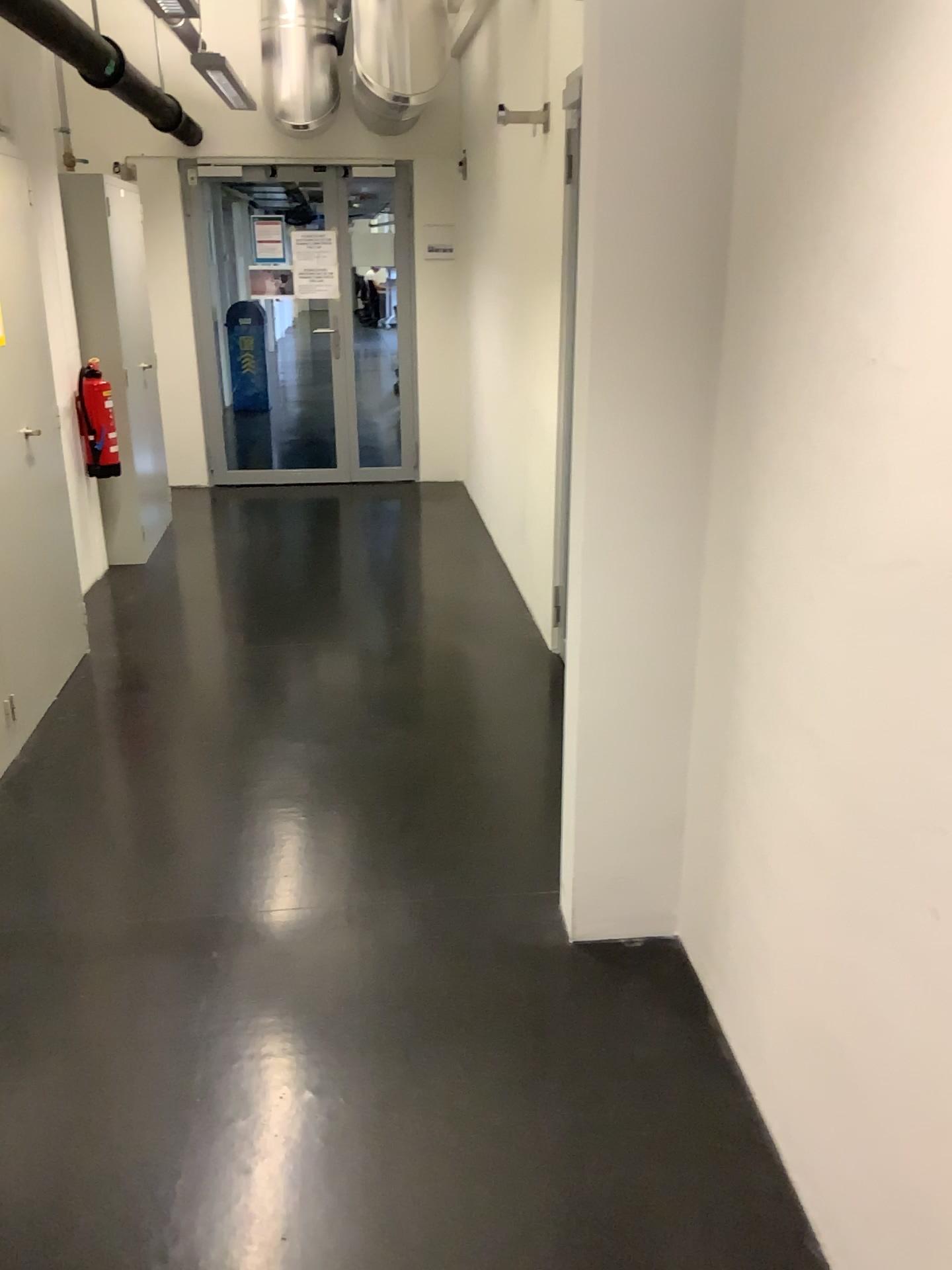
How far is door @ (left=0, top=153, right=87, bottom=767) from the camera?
3.5m

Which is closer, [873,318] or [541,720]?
[873,318]

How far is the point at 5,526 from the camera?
3.5m
